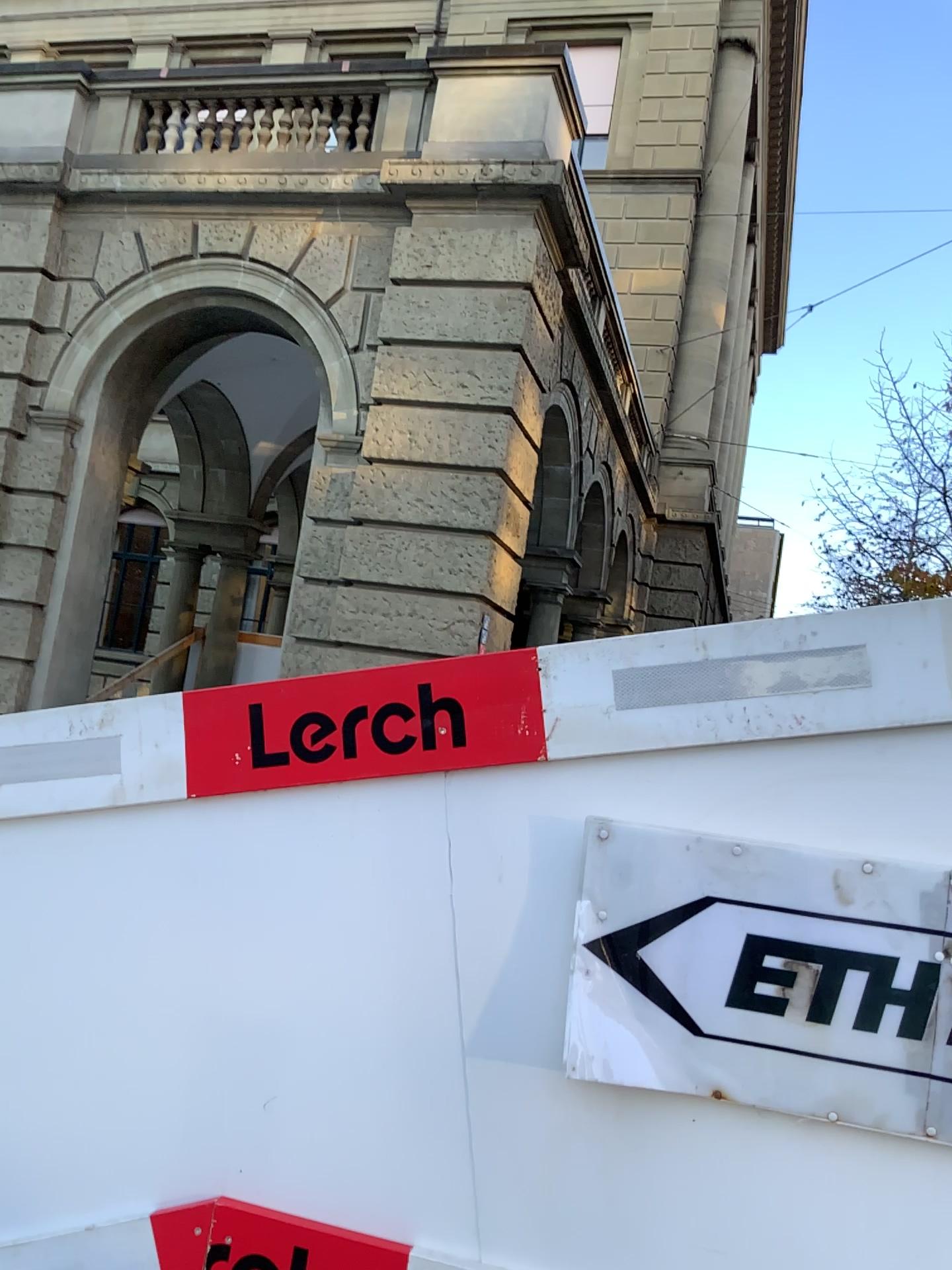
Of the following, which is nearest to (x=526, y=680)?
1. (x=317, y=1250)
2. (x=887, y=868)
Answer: (x=887, y=868)

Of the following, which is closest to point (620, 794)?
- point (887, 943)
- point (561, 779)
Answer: point (561, 779)

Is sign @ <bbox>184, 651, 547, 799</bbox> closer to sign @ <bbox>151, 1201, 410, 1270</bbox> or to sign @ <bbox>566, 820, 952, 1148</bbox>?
sign @ <bbox>566, 820, 952, 1148</bbox>

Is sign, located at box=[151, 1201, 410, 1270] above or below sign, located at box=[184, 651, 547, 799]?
below

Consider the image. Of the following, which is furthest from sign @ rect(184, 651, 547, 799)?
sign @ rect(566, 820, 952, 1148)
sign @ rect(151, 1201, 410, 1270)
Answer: sign @ rect(151, 1201, 410, 1270)

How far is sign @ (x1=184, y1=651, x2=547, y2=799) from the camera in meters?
1.4

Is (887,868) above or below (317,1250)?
above

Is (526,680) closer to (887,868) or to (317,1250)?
(887,868)

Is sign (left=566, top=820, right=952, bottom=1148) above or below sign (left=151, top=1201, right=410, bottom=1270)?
above

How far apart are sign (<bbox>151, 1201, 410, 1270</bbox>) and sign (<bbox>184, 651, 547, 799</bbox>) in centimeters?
54cm
